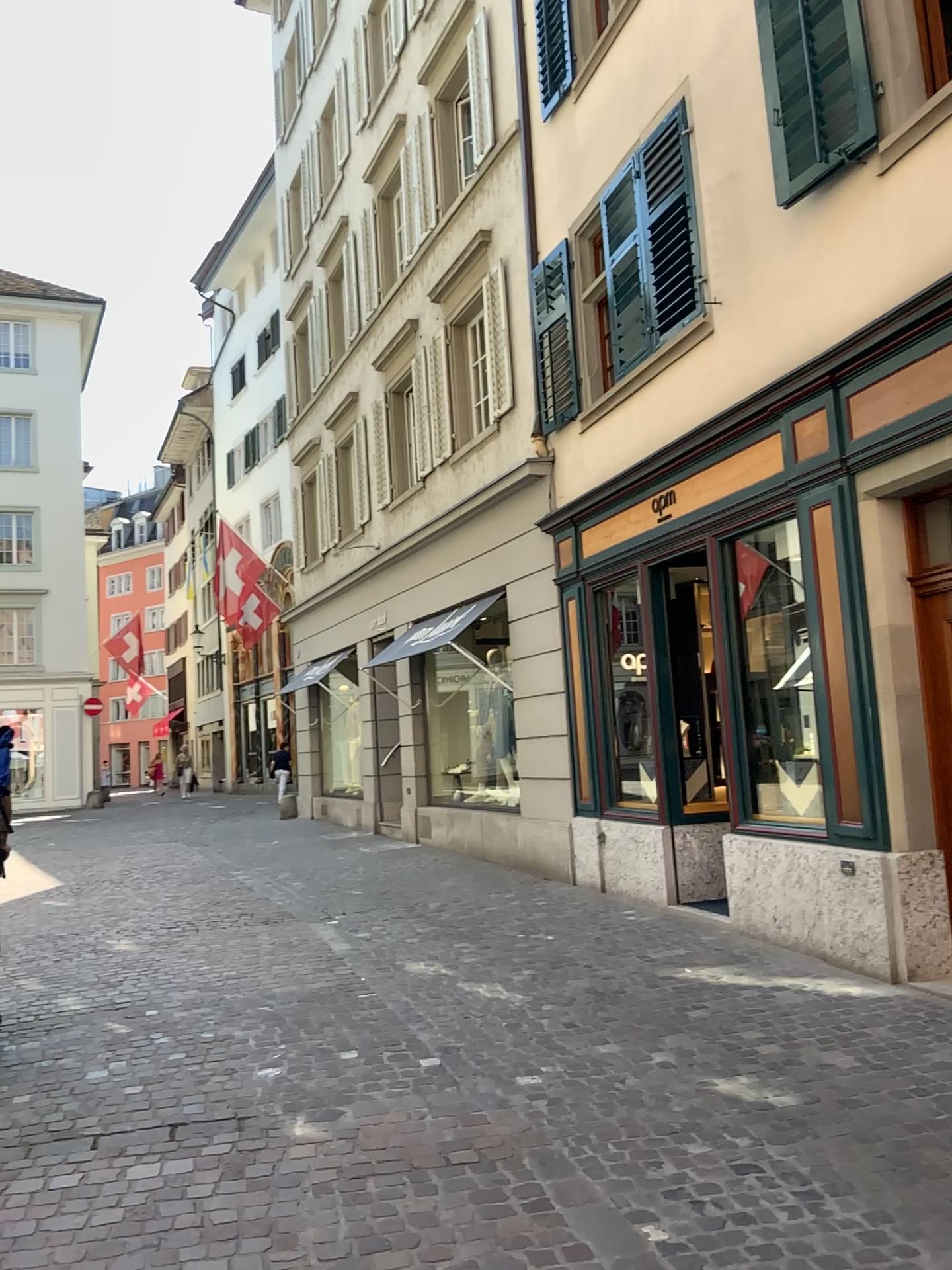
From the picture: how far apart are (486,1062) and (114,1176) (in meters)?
1.64
